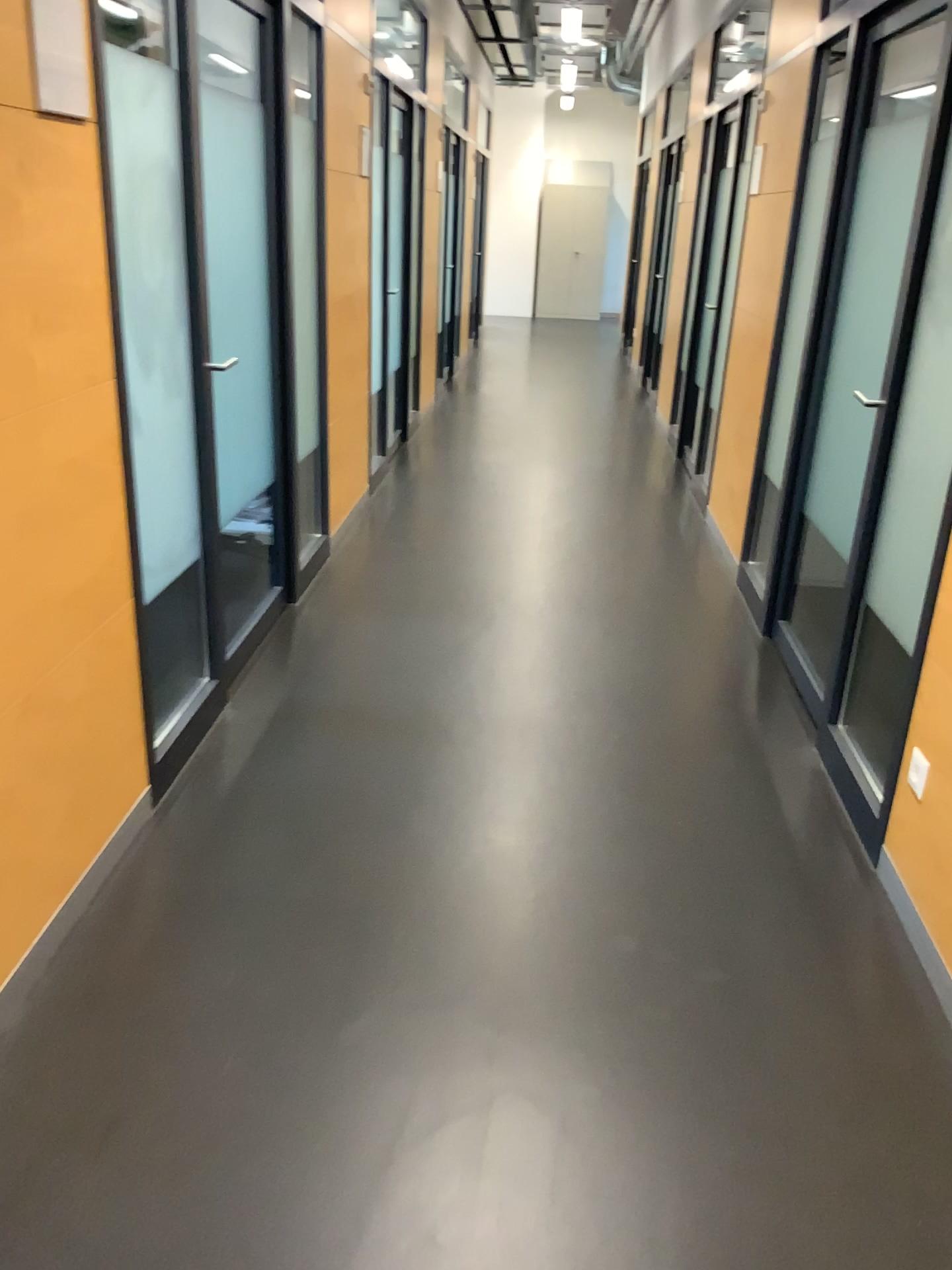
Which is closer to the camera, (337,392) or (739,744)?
(739,744)
